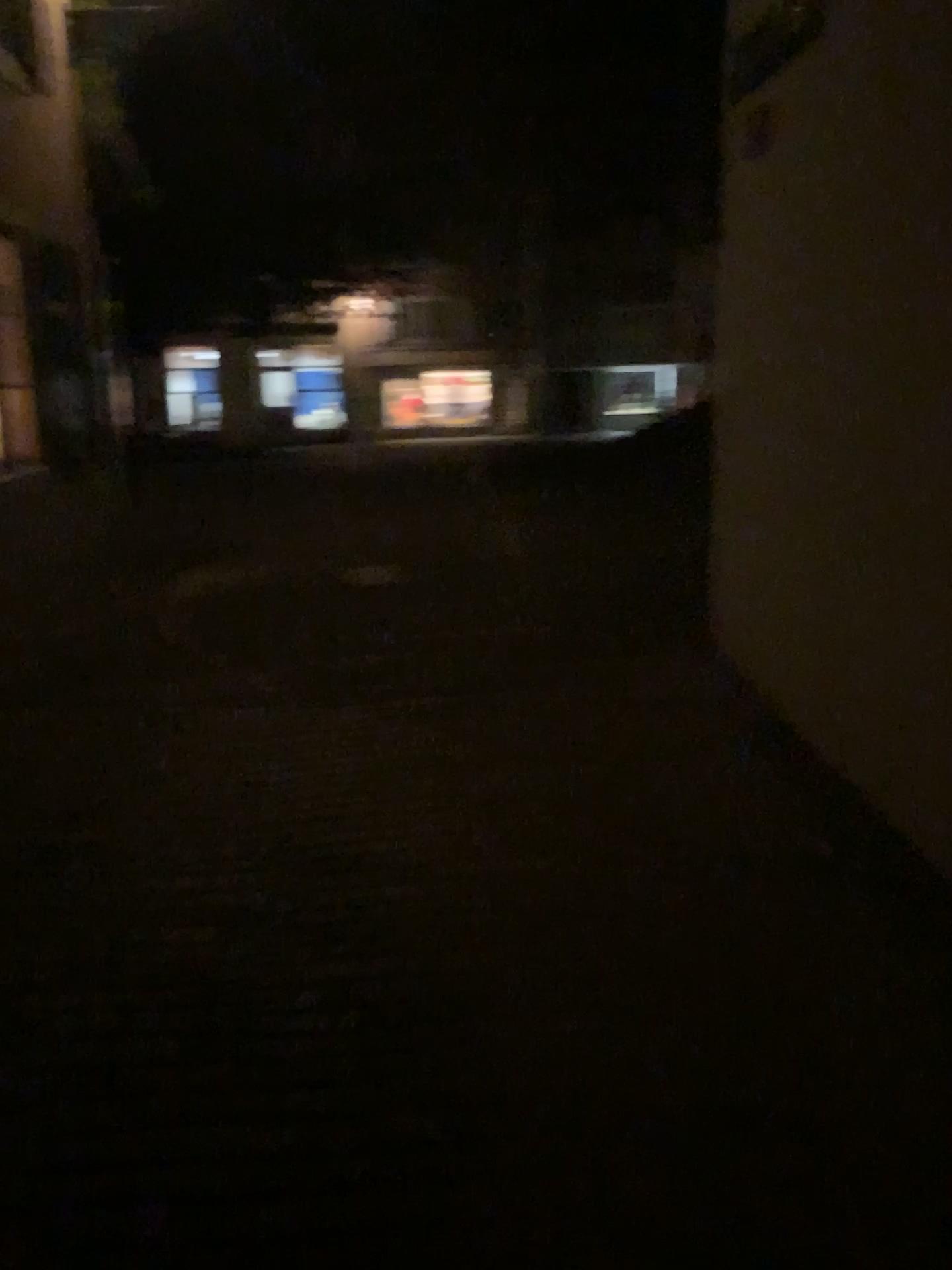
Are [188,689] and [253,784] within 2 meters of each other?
yes
